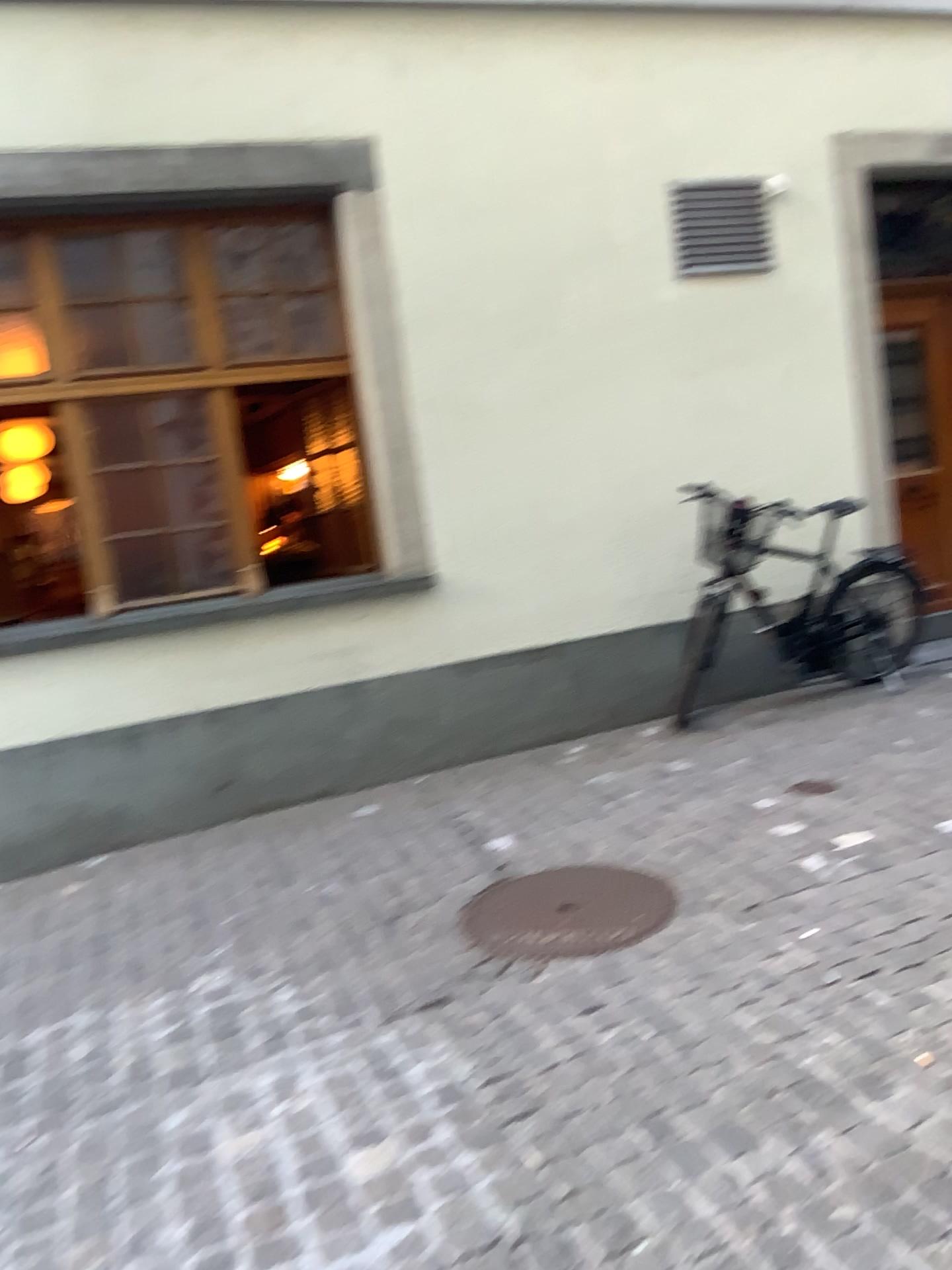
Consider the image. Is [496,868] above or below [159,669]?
below
